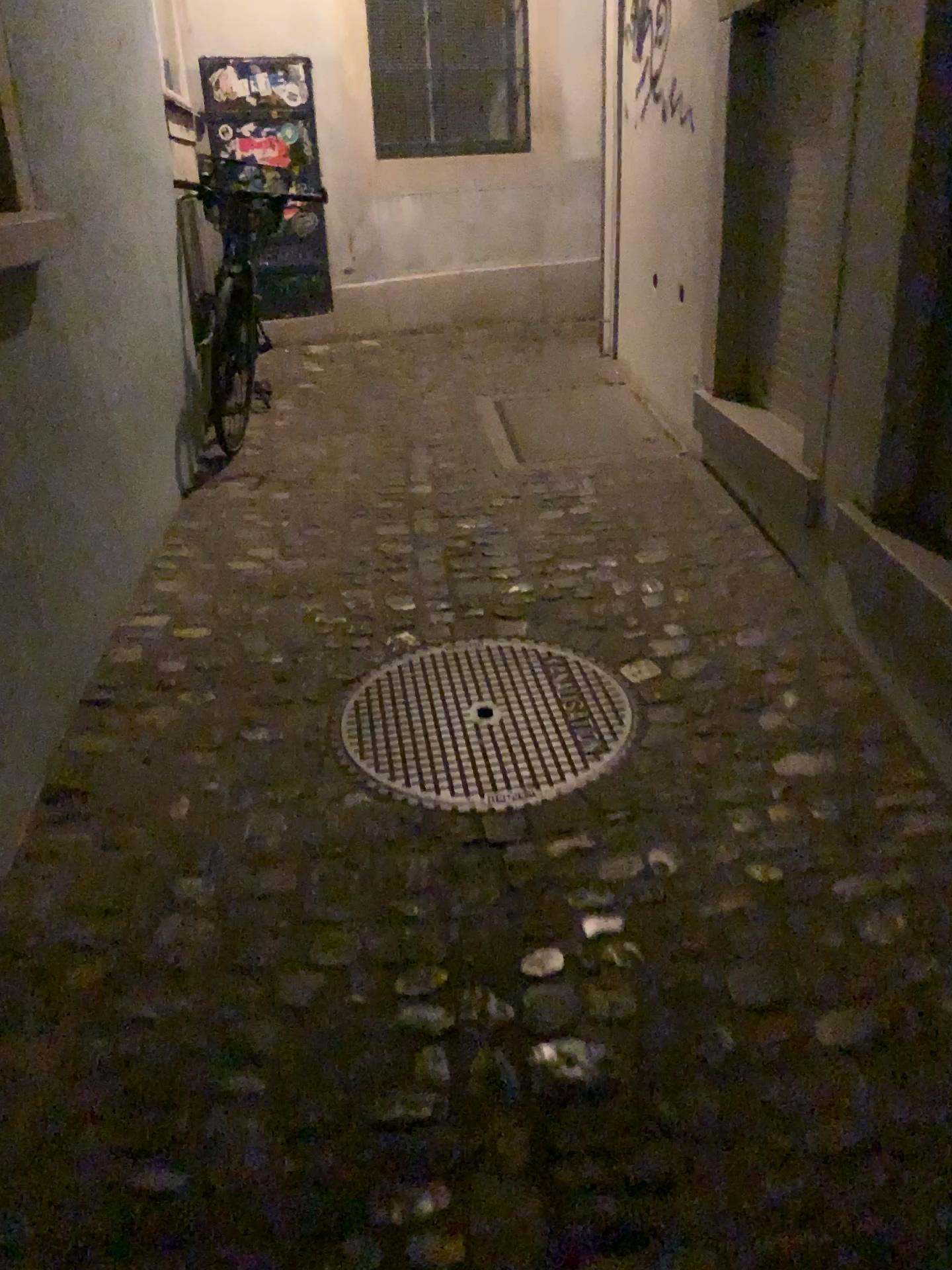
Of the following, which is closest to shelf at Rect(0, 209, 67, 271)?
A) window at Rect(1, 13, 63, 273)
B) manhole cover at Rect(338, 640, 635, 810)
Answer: window at Rect(1, 13, 63, 273)

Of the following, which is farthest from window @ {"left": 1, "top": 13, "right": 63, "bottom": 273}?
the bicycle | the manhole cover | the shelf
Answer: the bicycle

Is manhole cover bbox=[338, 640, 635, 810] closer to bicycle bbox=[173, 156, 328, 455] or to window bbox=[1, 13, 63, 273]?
window bbox=[1, 13, 63, 273]

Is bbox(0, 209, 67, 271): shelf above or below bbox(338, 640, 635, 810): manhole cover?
above

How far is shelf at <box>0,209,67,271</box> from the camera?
2.2 meters

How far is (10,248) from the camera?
2.2m

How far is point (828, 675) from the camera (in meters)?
2.45

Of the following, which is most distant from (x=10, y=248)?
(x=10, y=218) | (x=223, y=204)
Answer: (x=223, y=204)

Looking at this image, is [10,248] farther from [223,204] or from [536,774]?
[223,204]

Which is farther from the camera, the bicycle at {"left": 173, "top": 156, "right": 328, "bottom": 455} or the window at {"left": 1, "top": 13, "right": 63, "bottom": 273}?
the bicycle at {"left": 173, "top": 156, "right": 328, "bottom": 455}
